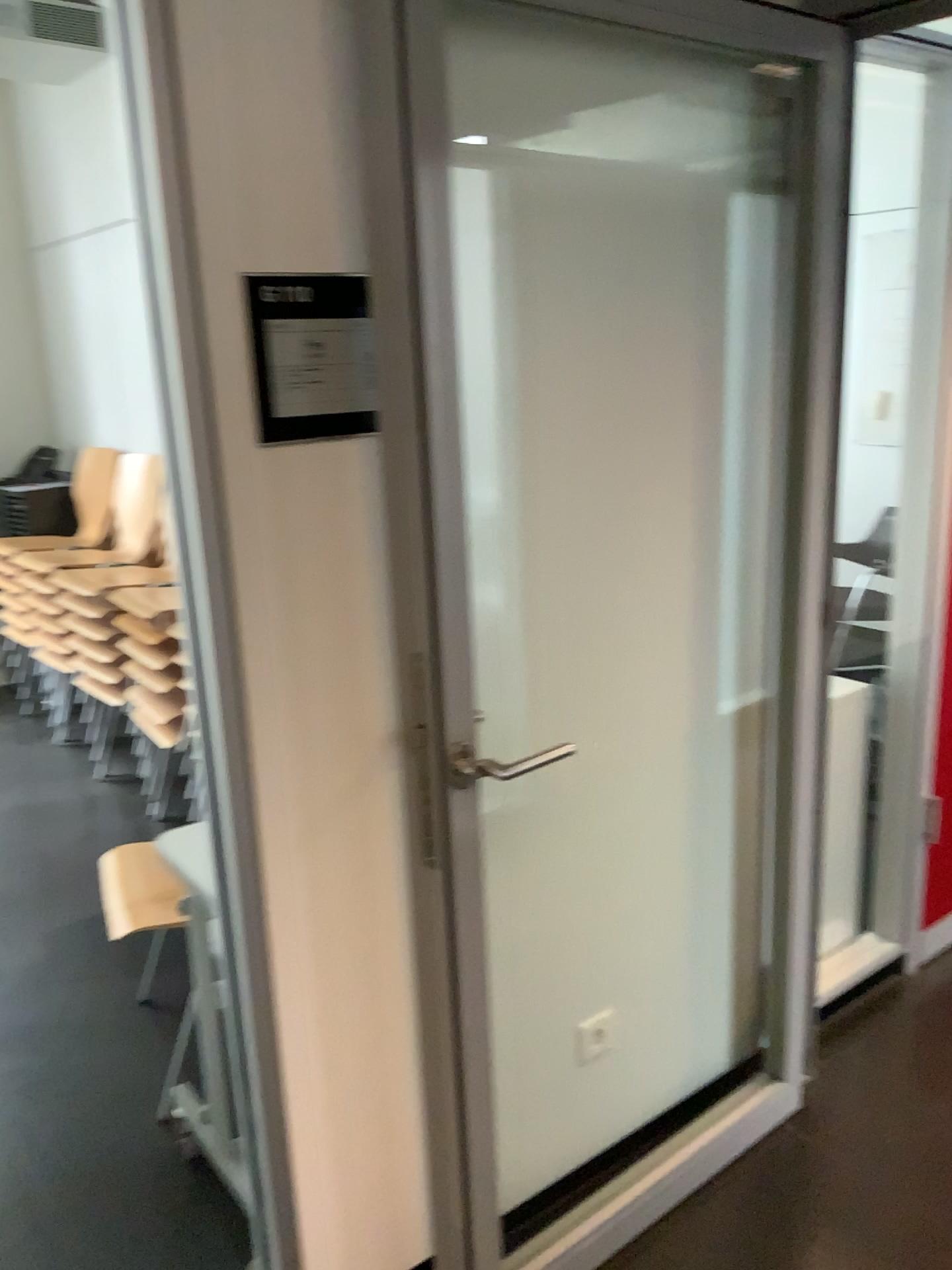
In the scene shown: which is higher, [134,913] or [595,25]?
[595,25]

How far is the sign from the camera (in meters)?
1.36

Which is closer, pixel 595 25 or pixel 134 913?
pixel 595 25

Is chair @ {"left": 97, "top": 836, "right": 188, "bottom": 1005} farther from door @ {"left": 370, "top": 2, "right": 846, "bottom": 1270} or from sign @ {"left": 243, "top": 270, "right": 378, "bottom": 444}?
sign @ {"left": 243, "top": 270, "right": 378, "bottom": 444}

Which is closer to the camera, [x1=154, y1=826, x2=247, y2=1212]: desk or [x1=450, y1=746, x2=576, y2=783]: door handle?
[x1=450, y1=746, x2=576, y2=783]: door handle

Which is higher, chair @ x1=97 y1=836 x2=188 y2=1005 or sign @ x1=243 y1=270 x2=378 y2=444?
sign @ x1=243 y1=270 x2=378 y2=444

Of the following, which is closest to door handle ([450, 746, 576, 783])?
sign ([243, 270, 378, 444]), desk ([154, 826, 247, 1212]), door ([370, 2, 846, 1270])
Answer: door ([370, 2, 846, 1270])

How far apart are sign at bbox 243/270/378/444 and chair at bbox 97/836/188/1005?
1.4m

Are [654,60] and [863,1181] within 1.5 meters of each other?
no

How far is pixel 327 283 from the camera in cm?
136
